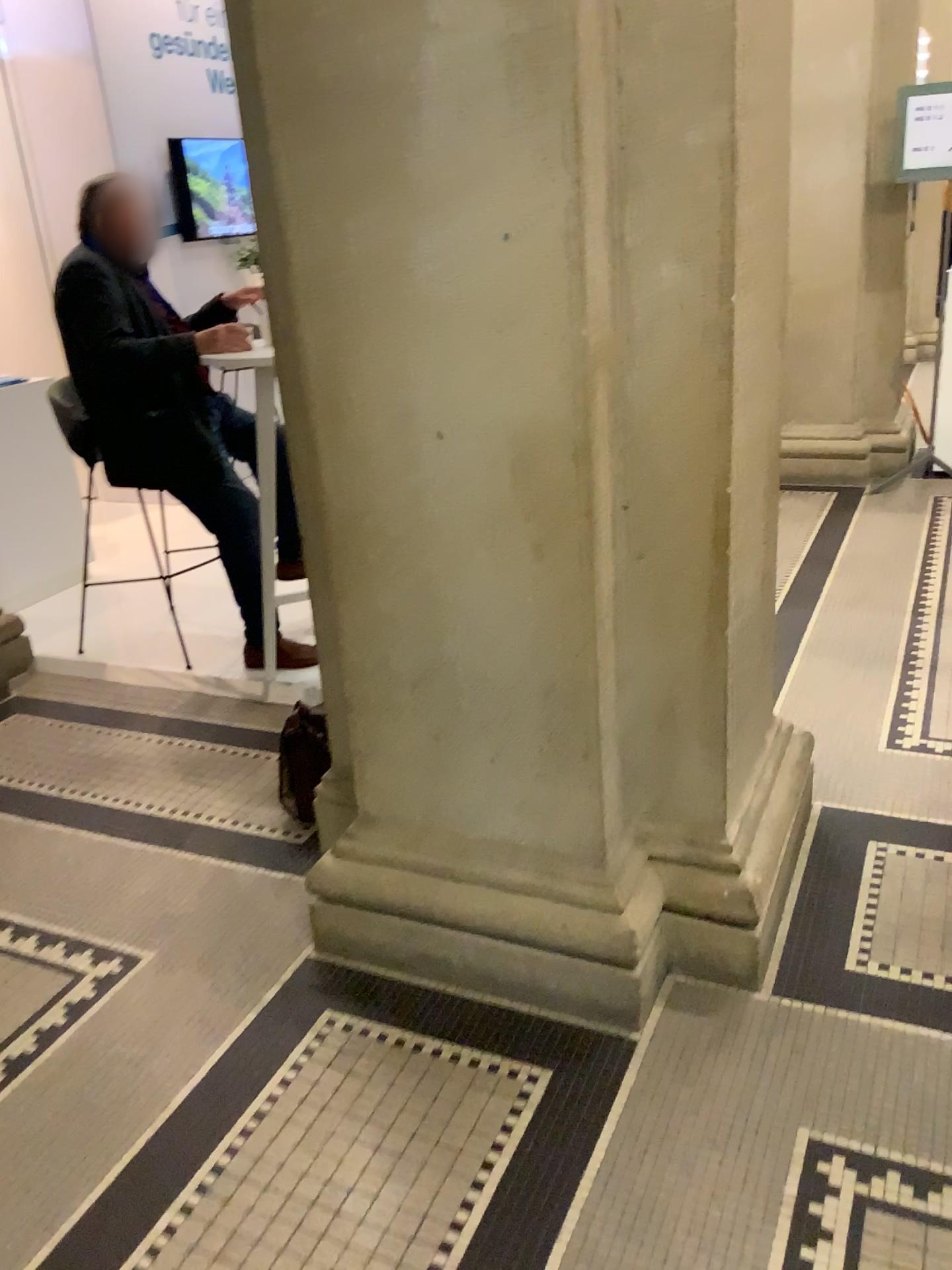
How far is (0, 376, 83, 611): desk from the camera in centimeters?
443cm

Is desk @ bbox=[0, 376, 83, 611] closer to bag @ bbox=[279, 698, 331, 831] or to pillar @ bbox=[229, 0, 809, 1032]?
bag @ bbox=[279, 698, 331, 831]

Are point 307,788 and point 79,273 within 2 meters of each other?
yes

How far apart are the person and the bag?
0.6m

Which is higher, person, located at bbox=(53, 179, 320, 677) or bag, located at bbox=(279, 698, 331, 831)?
person, located at bbox=(53, 179, 320, 677)

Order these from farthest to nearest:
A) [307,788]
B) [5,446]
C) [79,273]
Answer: [5,446], [79,273], [307,788]

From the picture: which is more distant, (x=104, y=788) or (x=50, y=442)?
(x=50, y=442)

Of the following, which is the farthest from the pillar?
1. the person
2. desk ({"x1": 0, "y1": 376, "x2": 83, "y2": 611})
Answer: desk ({"x1": 0, "y1": 376, "x2": 83, "y2": 611})

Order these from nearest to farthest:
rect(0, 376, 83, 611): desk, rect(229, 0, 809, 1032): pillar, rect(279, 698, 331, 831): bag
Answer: rect(229, 0, 809, 1032): pillar
rect(279, 698, 331, 831): bag
rect(0, 376, 83, 611): desk

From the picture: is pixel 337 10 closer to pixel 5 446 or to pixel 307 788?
pixel 307 788
